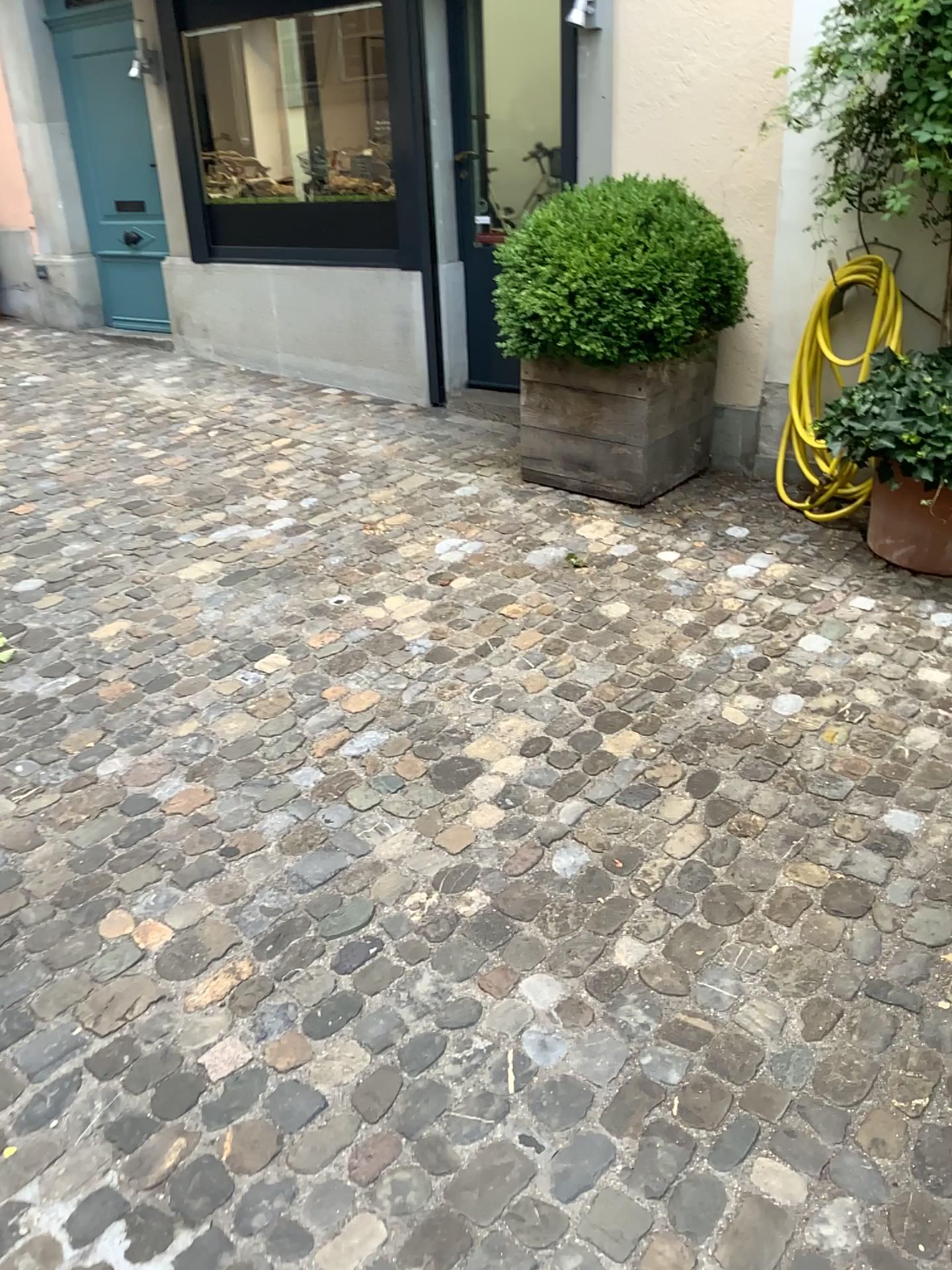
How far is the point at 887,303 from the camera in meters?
3.9

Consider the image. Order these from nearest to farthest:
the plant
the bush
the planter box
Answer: the plant → the bush → the planter box

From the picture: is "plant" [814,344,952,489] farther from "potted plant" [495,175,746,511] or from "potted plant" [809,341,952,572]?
"potted plant" [495,175,746,511]

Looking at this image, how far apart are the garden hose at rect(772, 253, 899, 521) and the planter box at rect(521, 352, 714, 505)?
0.4m

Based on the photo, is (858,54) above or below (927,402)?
above

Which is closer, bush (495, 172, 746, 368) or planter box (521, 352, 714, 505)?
bush (495, 172, 746, 368)

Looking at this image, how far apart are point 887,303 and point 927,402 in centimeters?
78cm

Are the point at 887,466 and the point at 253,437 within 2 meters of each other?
no

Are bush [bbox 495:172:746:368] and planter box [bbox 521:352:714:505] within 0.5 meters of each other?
yes

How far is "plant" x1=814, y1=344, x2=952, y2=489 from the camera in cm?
326
